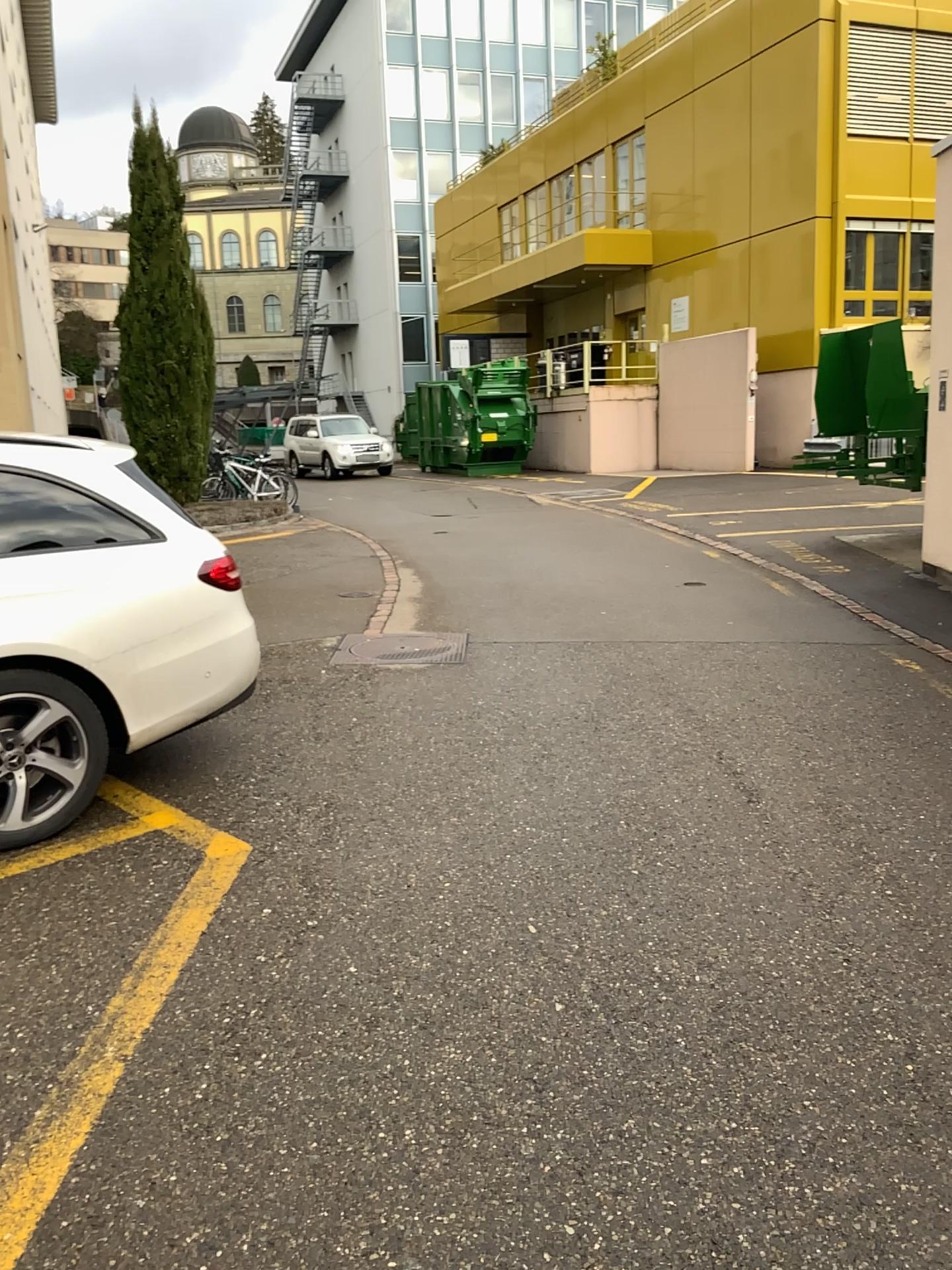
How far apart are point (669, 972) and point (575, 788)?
1.4m
